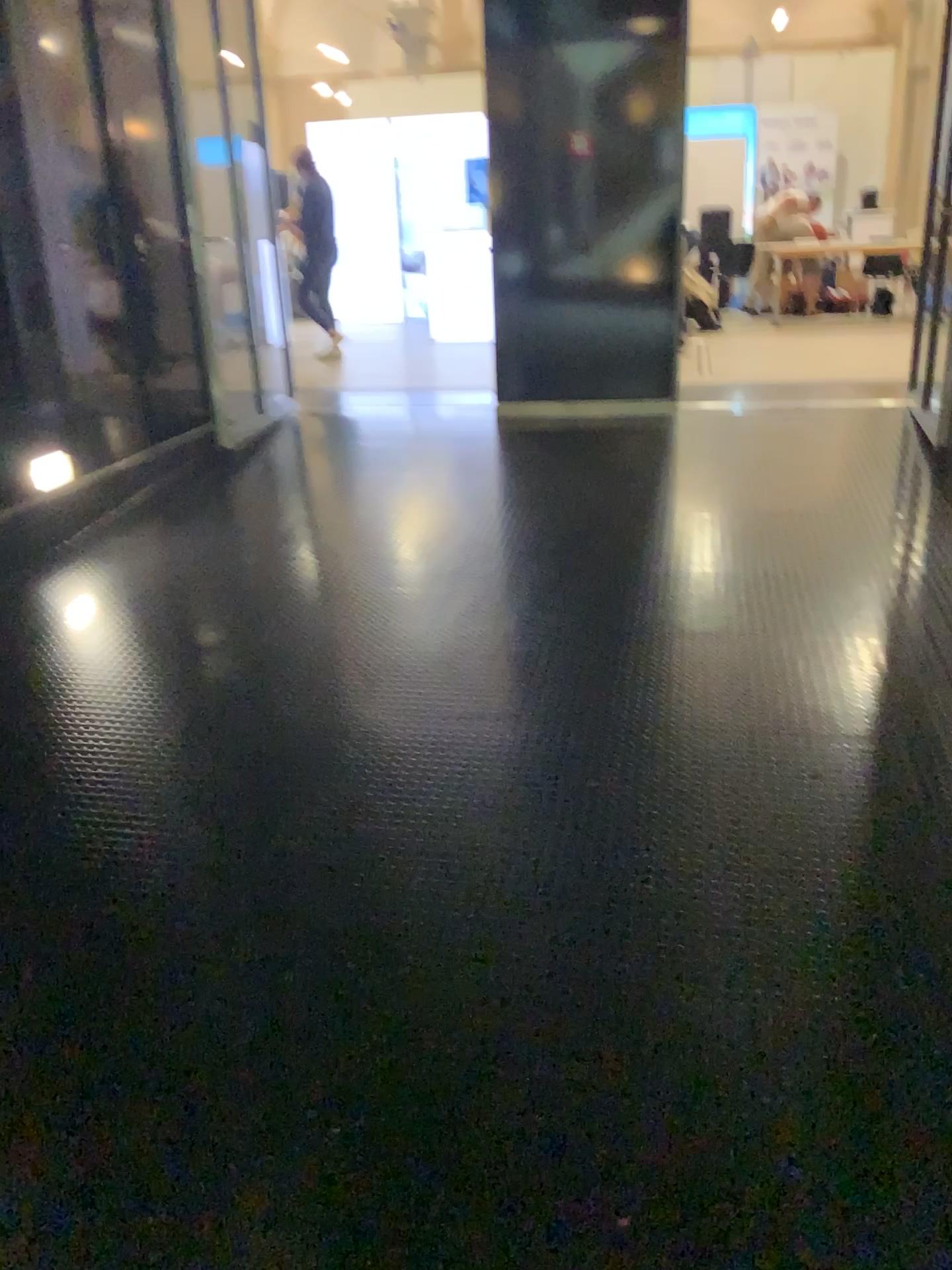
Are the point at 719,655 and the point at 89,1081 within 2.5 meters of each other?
yes
